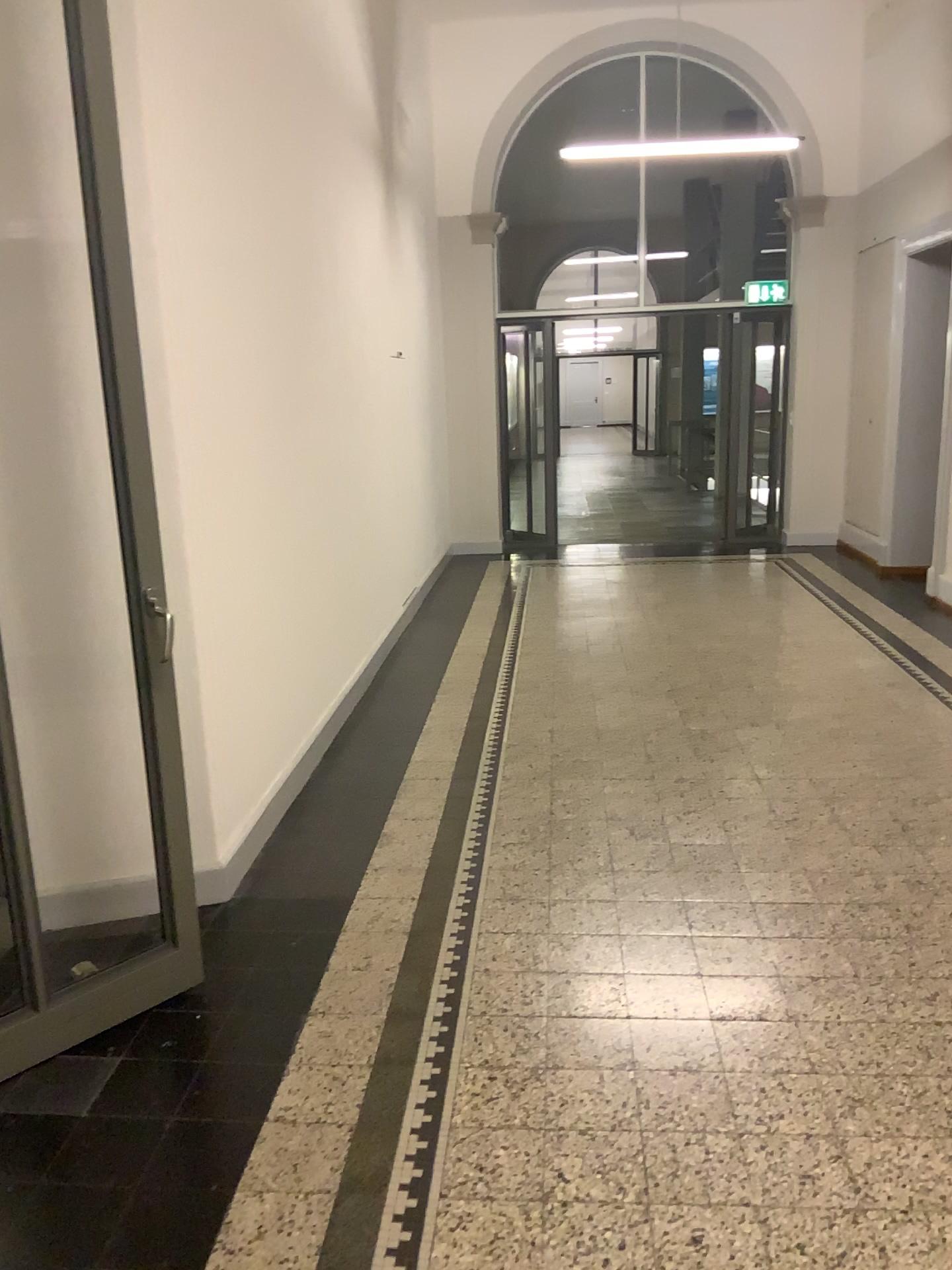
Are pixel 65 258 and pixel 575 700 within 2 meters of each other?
no
